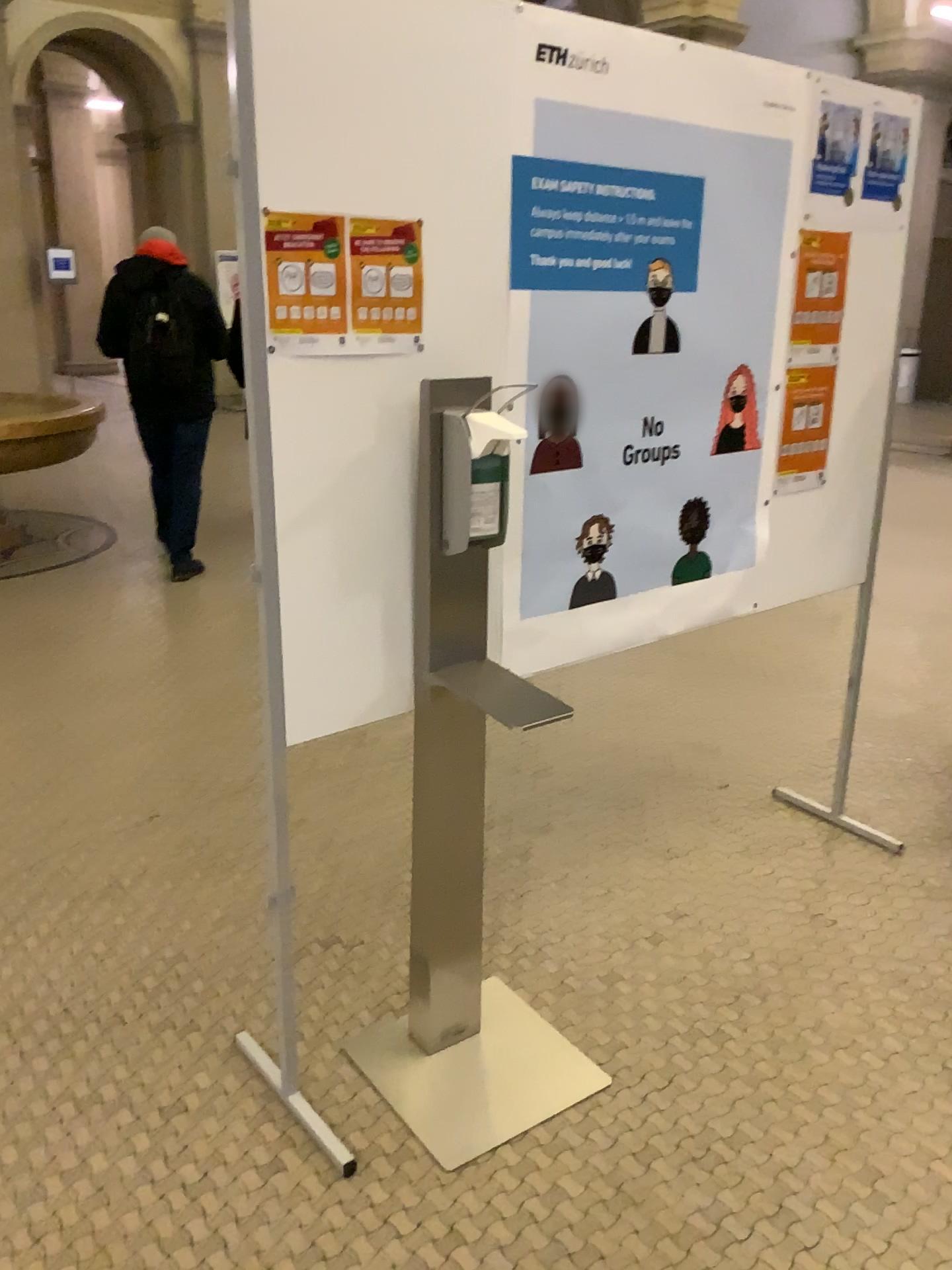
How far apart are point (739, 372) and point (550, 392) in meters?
0.6 m

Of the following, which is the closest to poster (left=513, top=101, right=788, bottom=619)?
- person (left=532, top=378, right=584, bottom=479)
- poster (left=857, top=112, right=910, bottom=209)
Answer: person (left=532, top=378, right=584, bottom=479)

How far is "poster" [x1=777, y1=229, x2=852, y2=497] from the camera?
2.4m

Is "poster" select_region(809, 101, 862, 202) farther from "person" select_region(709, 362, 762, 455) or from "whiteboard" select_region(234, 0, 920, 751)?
"person" select_region(709, 362, 762, 455)

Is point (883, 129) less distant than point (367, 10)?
No

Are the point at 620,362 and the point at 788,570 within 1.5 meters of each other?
yes

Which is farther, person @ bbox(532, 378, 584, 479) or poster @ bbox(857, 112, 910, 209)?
poster @ bbox(857, 112, 910, 209)

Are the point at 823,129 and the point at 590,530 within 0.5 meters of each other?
no

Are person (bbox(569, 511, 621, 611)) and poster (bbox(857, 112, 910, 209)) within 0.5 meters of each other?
no

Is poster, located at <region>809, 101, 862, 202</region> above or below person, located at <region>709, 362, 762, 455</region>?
above
